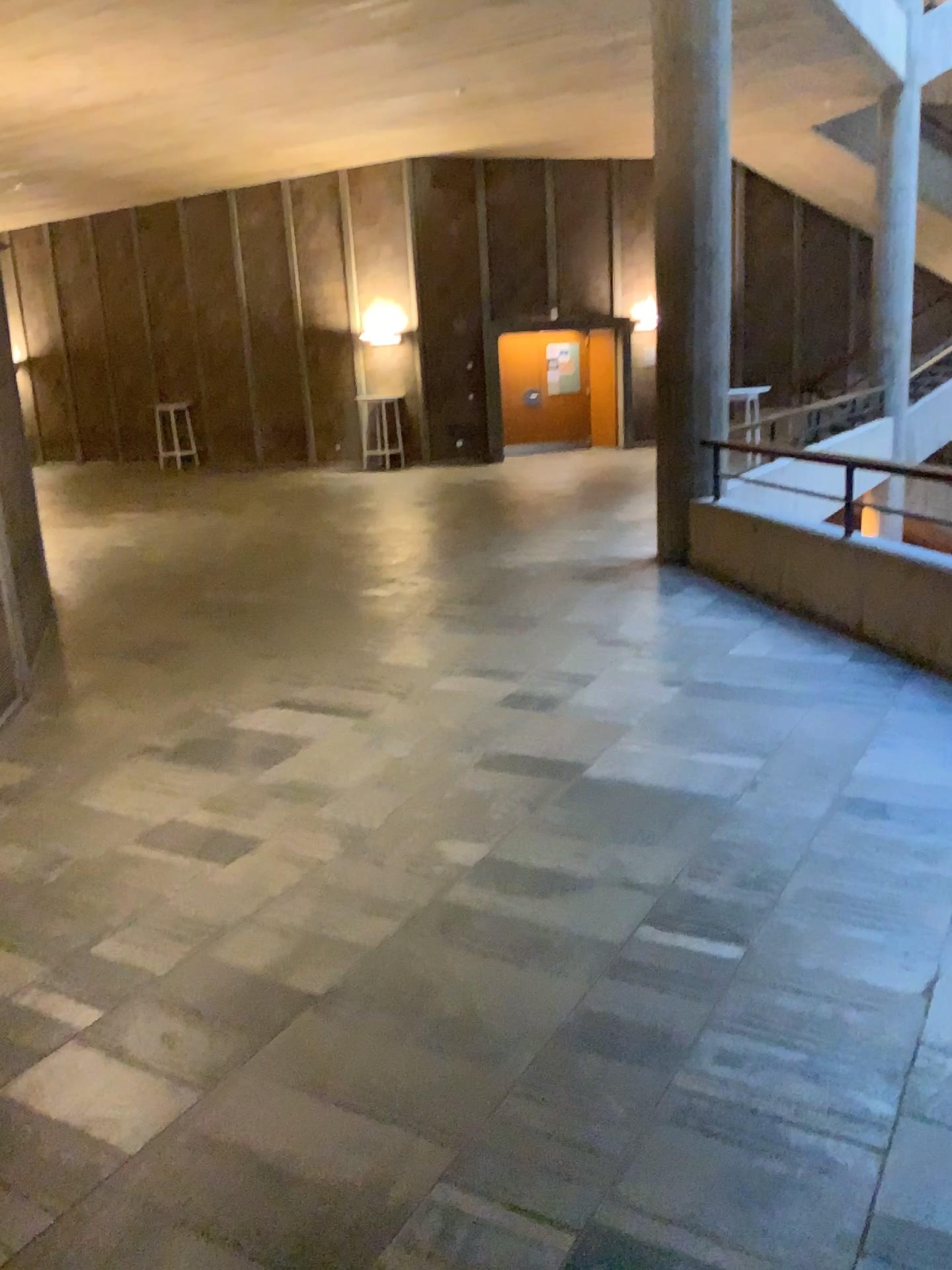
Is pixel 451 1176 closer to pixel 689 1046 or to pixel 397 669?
pixel 689 1046
